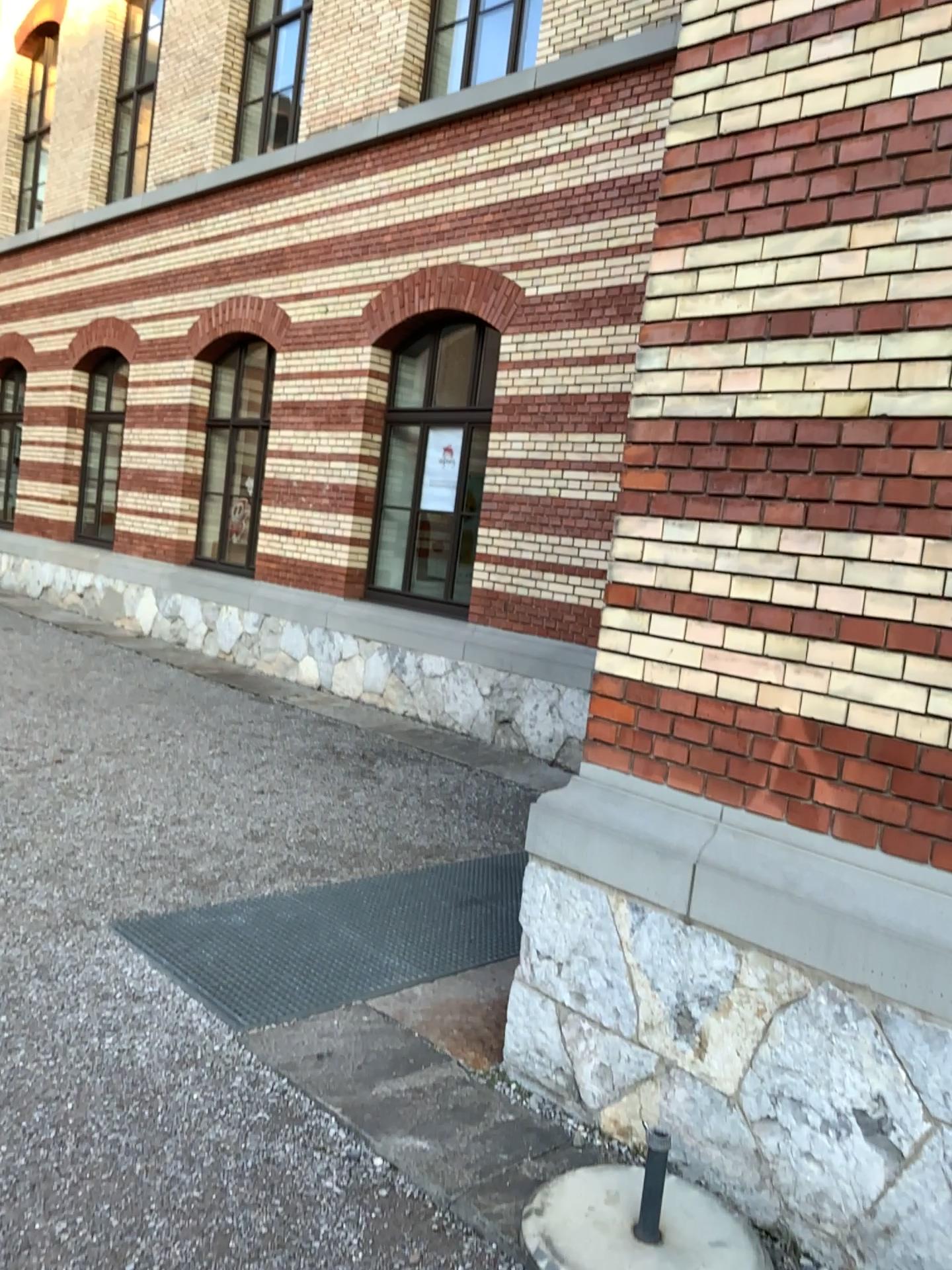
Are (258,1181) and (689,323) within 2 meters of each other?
no
